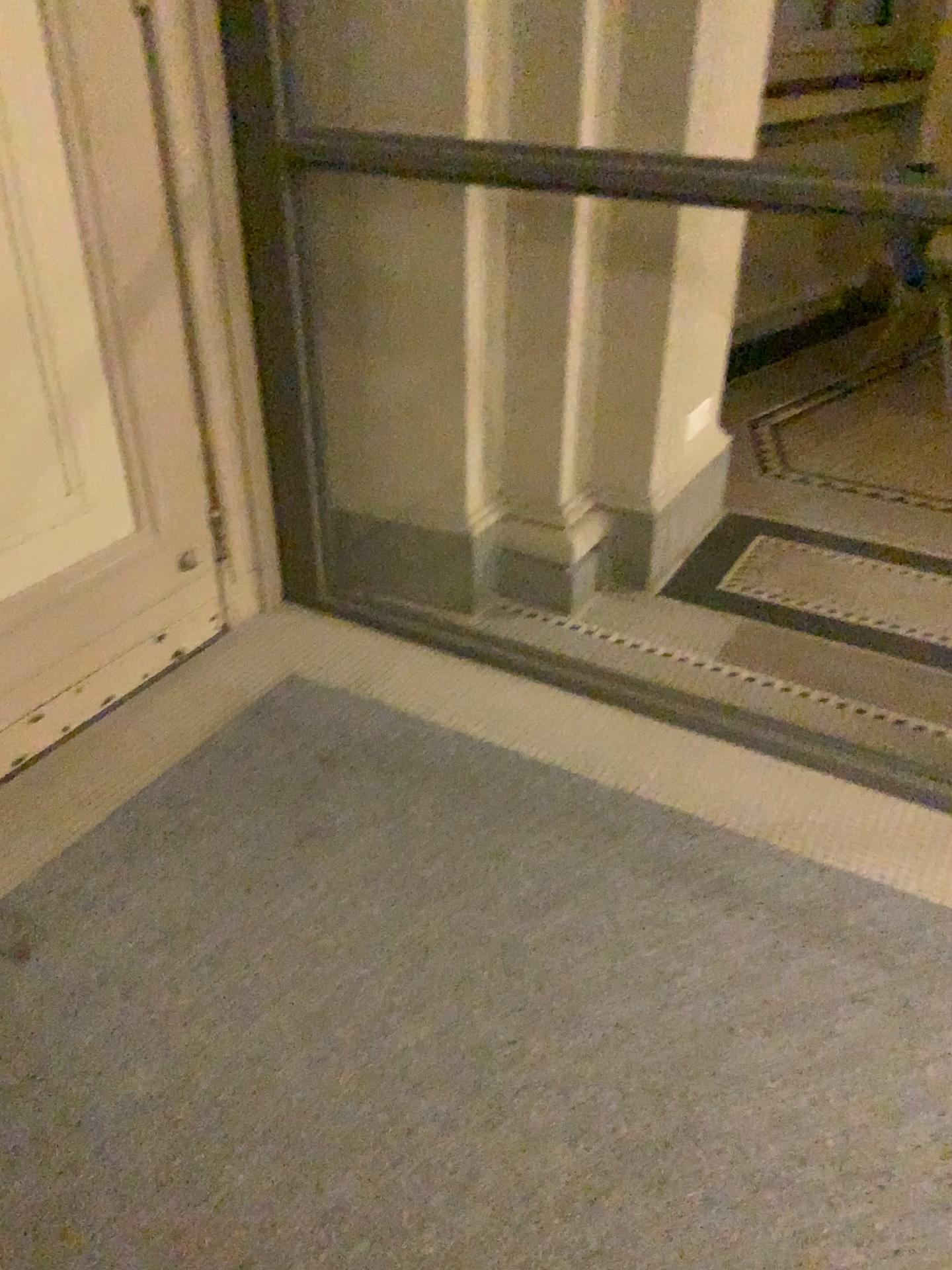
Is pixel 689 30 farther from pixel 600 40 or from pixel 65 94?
pixel 65 94

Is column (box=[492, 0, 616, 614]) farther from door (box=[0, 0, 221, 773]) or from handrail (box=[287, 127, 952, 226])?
door (box=[0, 0, 221, 773])

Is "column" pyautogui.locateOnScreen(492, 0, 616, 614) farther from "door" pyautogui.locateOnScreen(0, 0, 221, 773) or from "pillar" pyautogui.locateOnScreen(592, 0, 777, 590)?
"door" pyautogui.locateOnScreen(0, 0, 221, 773)

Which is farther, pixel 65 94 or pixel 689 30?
pixel 689 30

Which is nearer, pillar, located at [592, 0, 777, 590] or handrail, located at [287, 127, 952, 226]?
handrail, located at [287, 127, 952, 226]

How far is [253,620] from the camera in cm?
279

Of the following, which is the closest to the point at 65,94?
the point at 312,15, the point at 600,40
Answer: the point at 312,15

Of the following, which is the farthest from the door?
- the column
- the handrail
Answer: the column

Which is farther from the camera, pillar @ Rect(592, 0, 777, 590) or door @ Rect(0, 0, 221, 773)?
pillar @ Rect(592, 0, 777, 590)

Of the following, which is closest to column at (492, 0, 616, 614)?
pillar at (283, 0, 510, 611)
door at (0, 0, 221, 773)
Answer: pillar at (283, 0, 510, 611)
